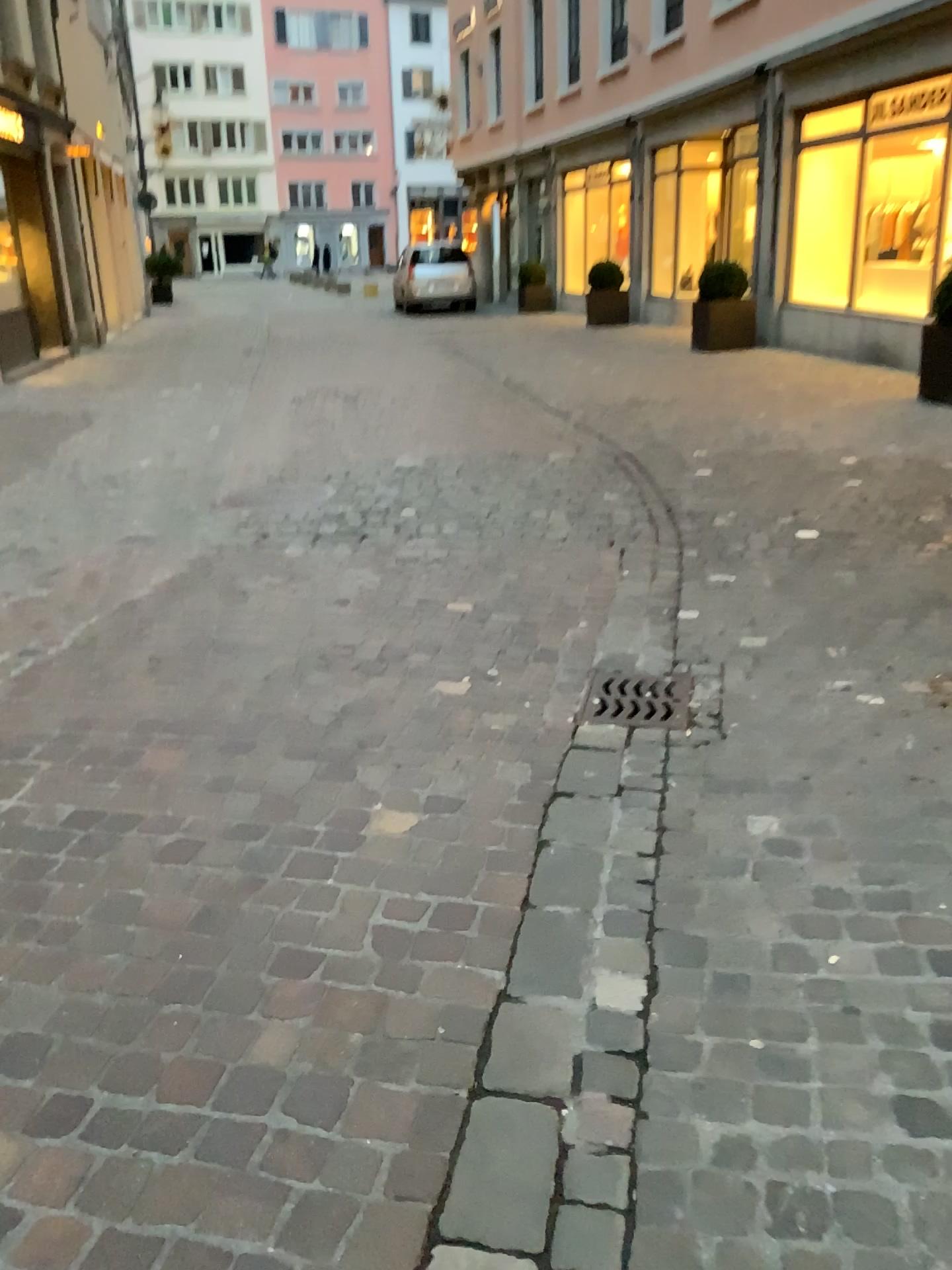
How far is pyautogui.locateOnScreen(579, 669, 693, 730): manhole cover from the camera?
3.2m

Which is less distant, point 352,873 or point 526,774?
point 352,873

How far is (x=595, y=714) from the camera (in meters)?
Result: 3.15
